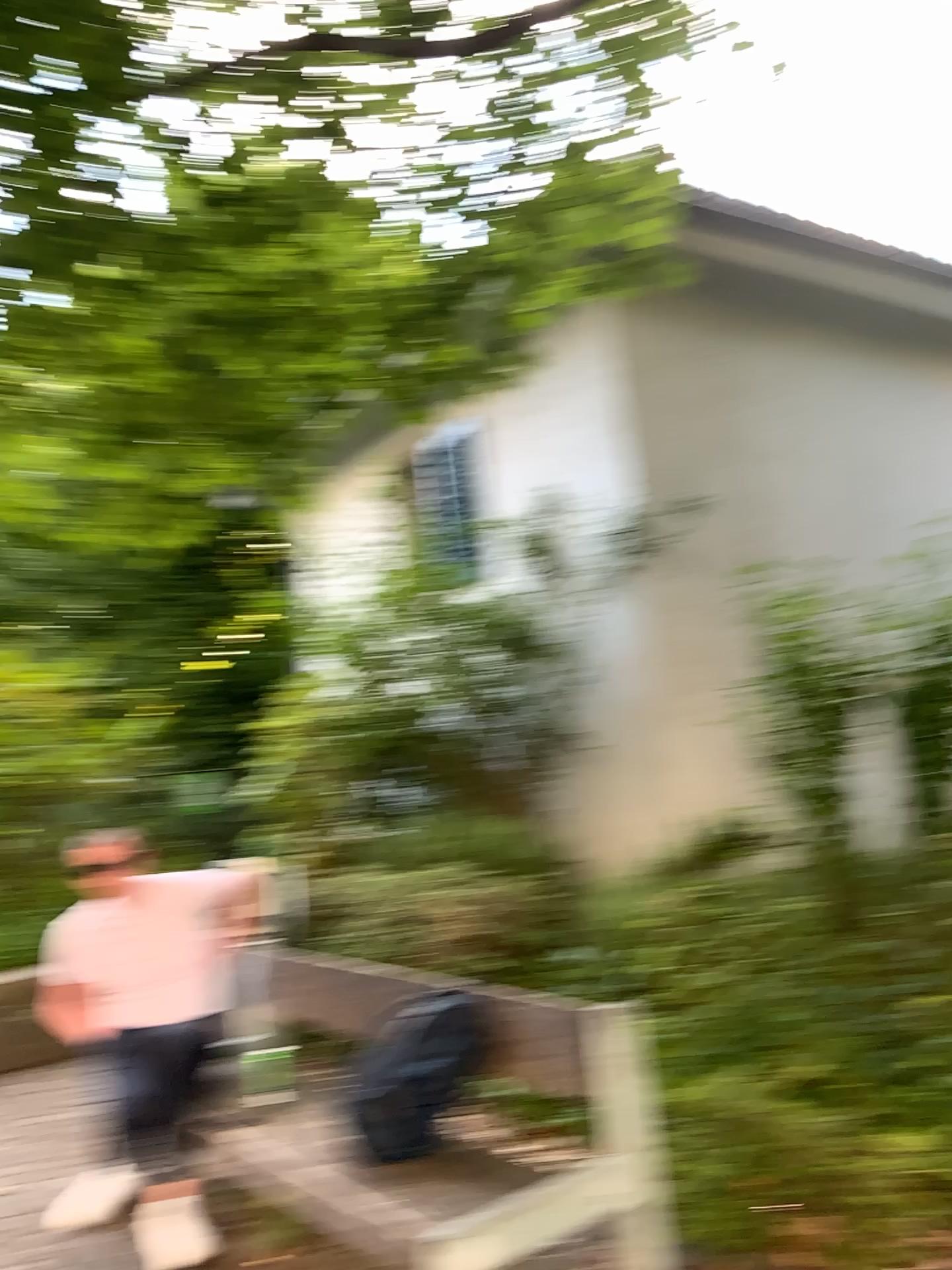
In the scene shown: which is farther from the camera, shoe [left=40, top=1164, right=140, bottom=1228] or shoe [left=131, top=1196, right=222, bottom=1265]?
shoe [left=40, top=1164, right=140, bottom=1228]

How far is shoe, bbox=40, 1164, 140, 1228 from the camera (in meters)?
3.35

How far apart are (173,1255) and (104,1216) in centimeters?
41cm

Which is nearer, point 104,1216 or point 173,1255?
point 173,1255

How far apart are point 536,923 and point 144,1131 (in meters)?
1.85

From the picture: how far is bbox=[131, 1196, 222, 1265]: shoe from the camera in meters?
3.1 m

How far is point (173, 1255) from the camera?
3.07m
